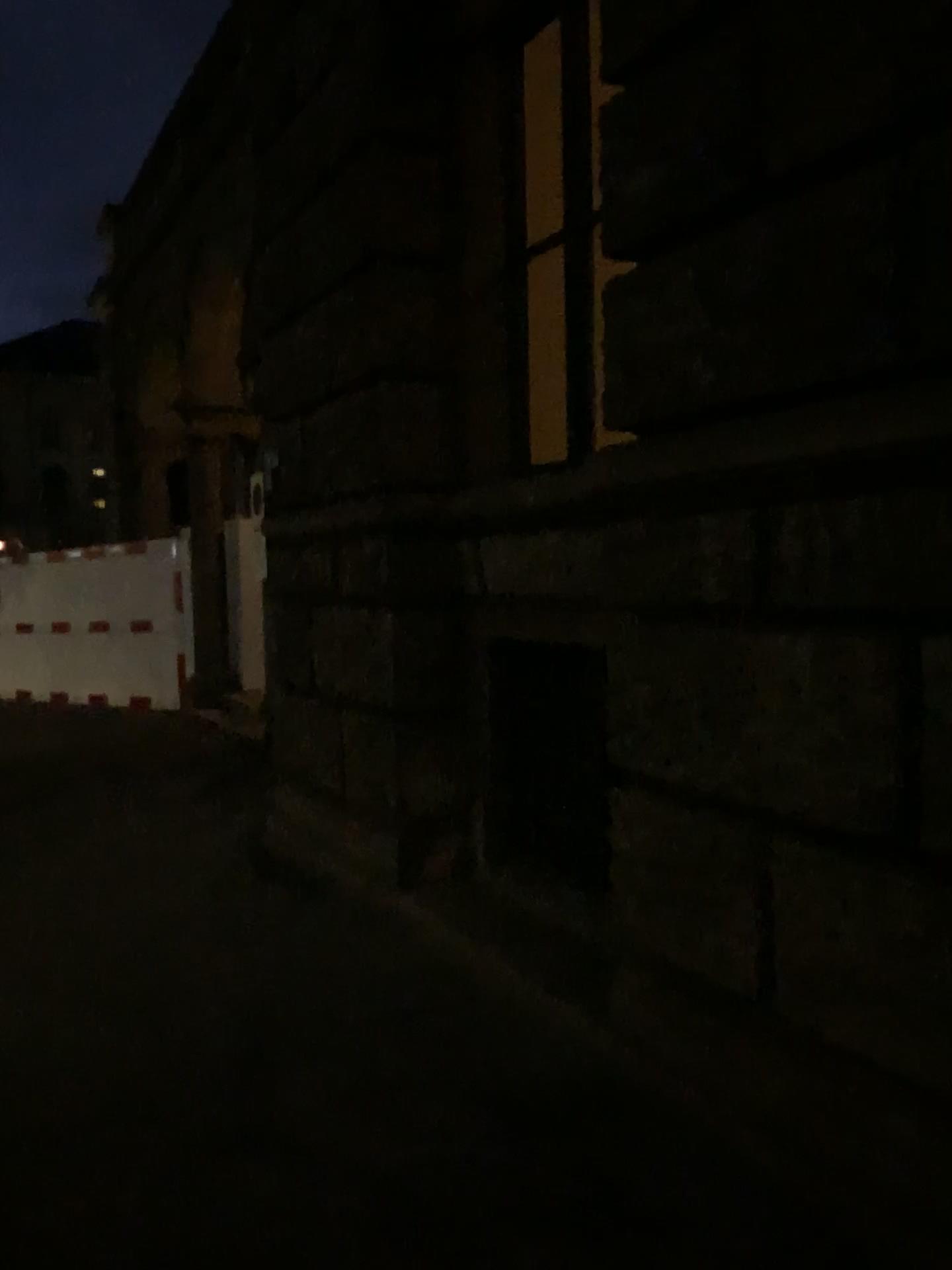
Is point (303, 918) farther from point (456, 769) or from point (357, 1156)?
point (357, 1156)
